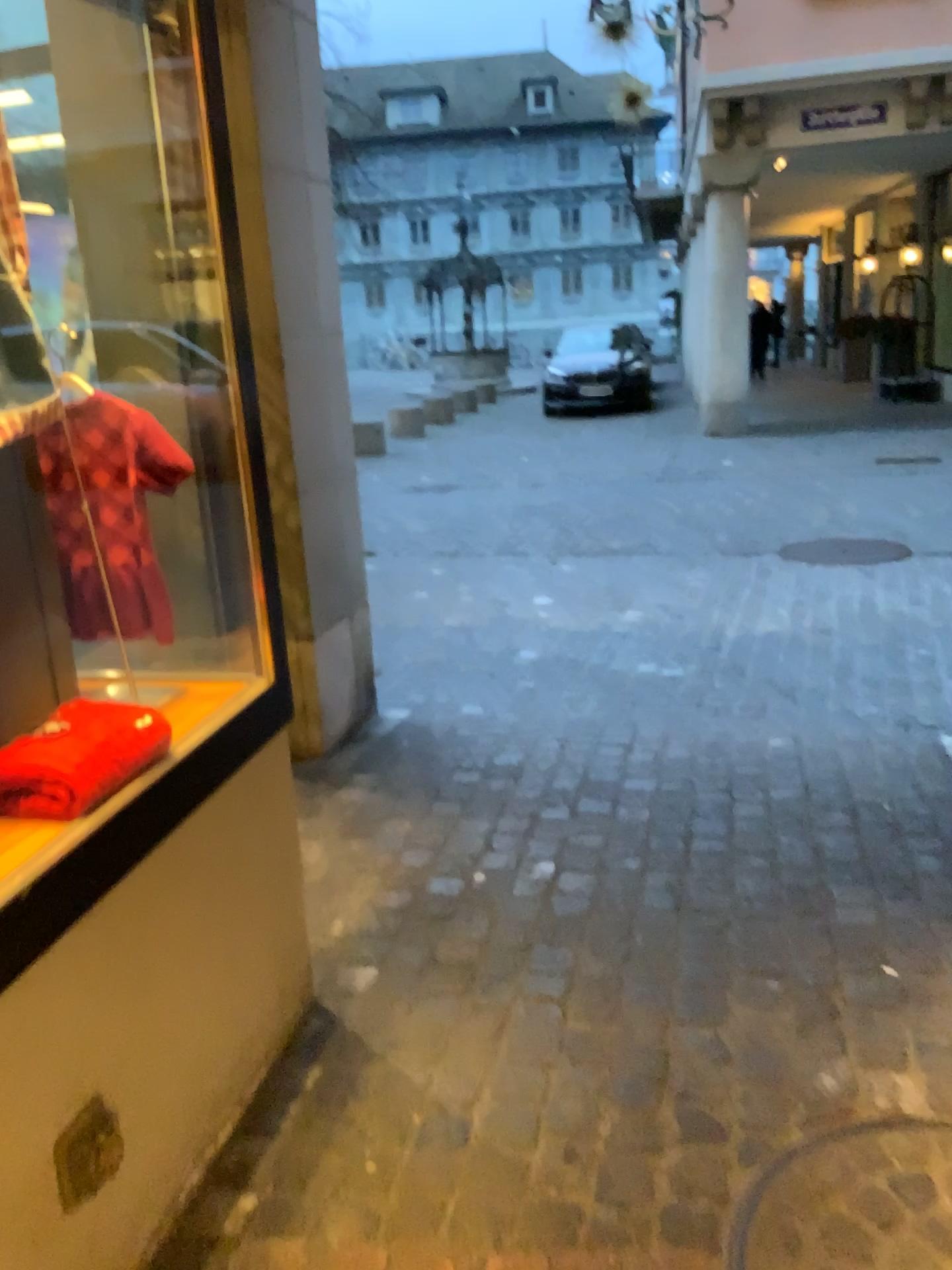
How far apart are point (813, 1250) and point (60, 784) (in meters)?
1.24

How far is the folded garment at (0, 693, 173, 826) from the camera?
1.5m

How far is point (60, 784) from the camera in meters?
1.5

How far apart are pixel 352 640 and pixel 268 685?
1.60m

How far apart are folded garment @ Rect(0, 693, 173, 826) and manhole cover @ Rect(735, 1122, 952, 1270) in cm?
110

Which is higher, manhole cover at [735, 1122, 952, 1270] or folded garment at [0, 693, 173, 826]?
folded garment at [0, 693, 173, 826]

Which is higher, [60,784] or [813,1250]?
[60,784]

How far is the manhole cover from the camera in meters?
1.5 m
